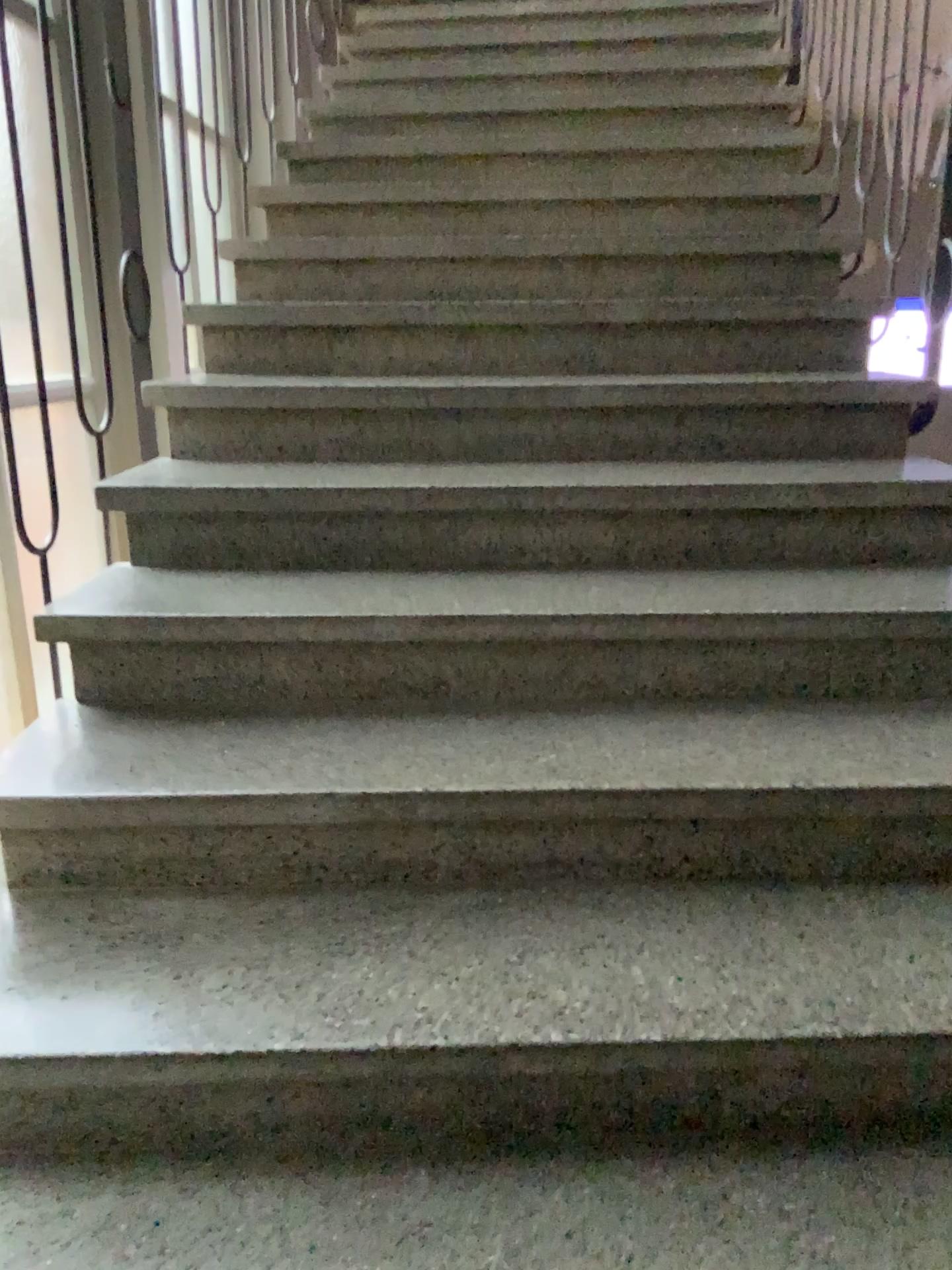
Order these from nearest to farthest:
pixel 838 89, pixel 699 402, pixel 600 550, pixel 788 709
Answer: pixel 788 709 → pixel 600 550 → pixel 699 402 → pixel 838 89
